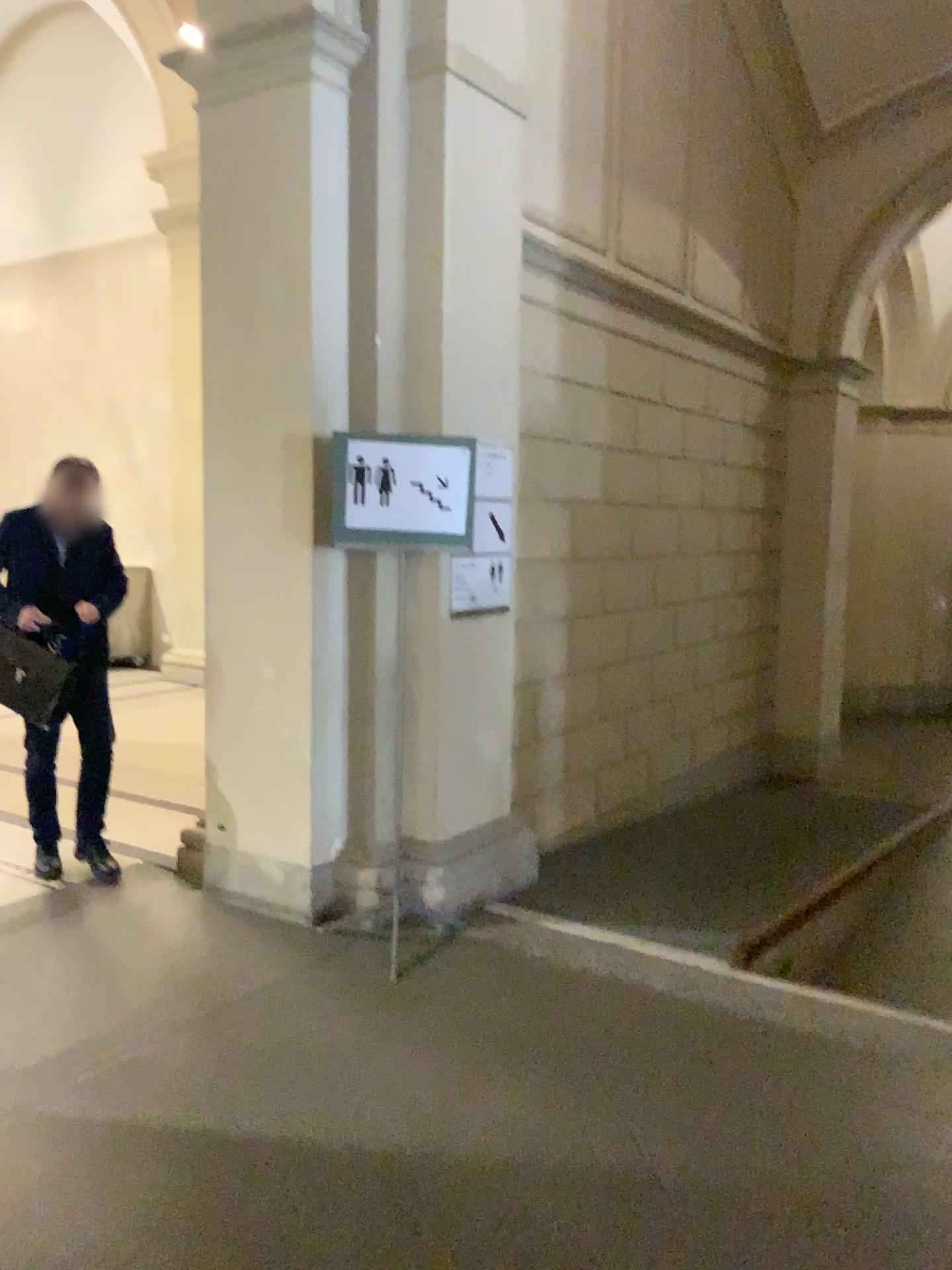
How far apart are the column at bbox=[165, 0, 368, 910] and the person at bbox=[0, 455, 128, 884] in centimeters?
50cm

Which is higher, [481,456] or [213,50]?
[213,50]

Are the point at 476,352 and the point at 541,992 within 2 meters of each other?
no

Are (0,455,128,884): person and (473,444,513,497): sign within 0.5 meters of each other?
no

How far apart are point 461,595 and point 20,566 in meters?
1.8 m

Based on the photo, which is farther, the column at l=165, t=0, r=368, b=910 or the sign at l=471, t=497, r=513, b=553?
the sign at l=471, t=497, r=513, b=553

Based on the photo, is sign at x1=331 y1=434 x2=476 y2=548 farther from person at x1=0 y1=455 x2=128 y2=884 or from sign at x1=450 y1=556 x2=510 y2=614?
person at x1=0 y1=455 x2=128 y2=884

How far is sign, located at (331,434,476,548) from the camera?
3.62m

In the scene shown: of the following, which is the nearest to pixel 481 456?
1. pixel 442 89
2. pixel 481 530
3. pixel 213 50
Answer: pixel 481 530

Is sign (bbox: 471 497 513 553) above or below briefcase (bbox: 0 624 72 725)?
above
